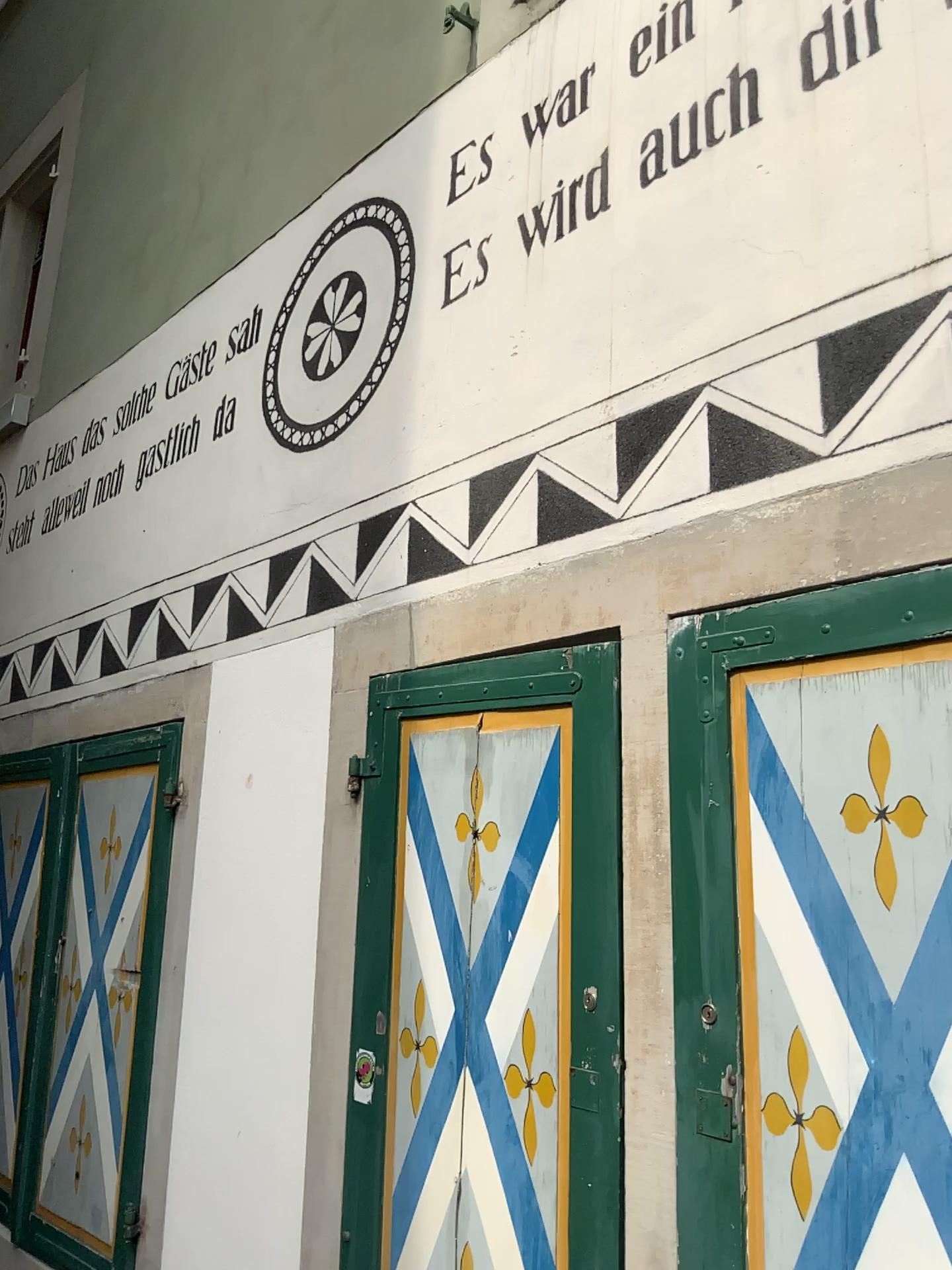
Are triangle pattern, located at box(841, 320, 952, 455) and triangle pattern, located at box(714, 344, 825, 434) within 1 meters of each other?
yes

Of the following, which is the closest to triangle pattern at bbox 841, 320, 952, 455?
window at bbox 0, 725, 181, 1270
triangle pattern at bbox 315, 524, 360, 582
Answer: triangle pattern at bbox 315, 524, 360, 582

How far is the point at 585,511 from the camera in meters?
2.0 m

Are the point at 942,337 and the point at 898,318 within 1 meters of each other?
yes

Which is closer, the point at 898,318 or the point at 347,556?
the point at 898,318

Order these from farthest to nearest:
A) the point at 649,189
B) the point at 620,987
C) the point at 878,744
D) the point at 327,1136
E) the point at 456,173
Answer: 1. the point at 456,173
2. the point at 327,1136
3. the point at 649,189
4. the point at 620,987
5. the point at 878,744

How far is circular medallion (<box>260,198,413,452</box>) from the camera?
2.7m

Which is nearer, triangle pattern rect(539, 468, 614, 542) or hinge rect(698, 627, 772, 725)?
hinge rect(698, 627, 772, 725)

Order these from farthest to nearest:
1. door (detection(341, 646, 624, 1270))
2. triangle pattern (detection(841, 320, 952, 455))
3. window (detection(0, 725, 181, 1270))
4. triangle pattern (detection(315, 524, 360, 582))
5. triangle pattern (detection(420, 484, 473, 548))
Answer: window (detection(0, 725, 181, 1270)) < triangle pattern (detection(315, 524, 360, 582)) < triangle pattern (detection(420, 484, 473, 548)) < door (detection(341, 646, 624, 1270)) < triangle pattern (detection(841, 320, 952, 455))

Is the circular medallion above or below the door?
above
